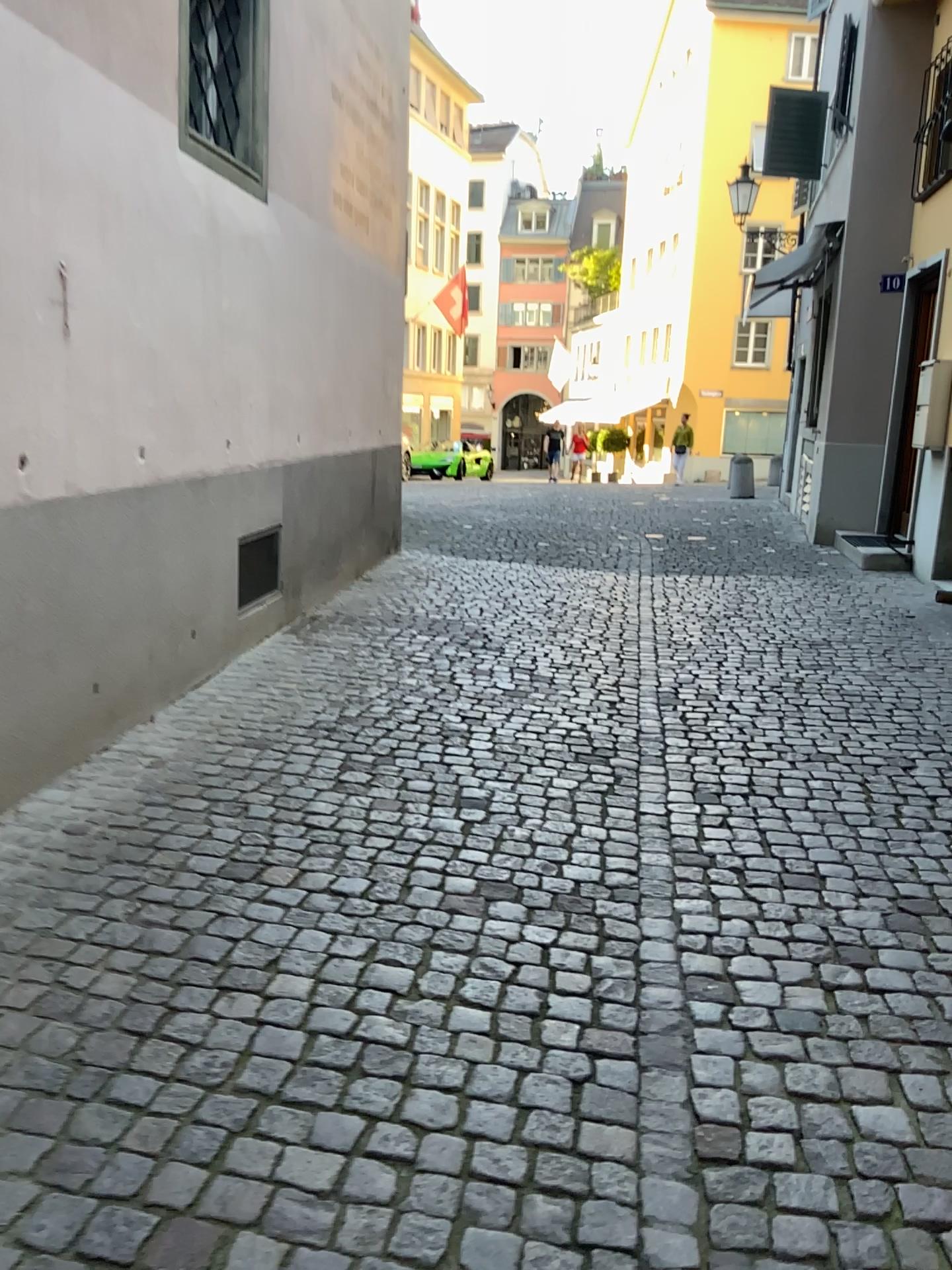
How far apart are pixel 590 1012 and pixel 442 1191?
0.62m
